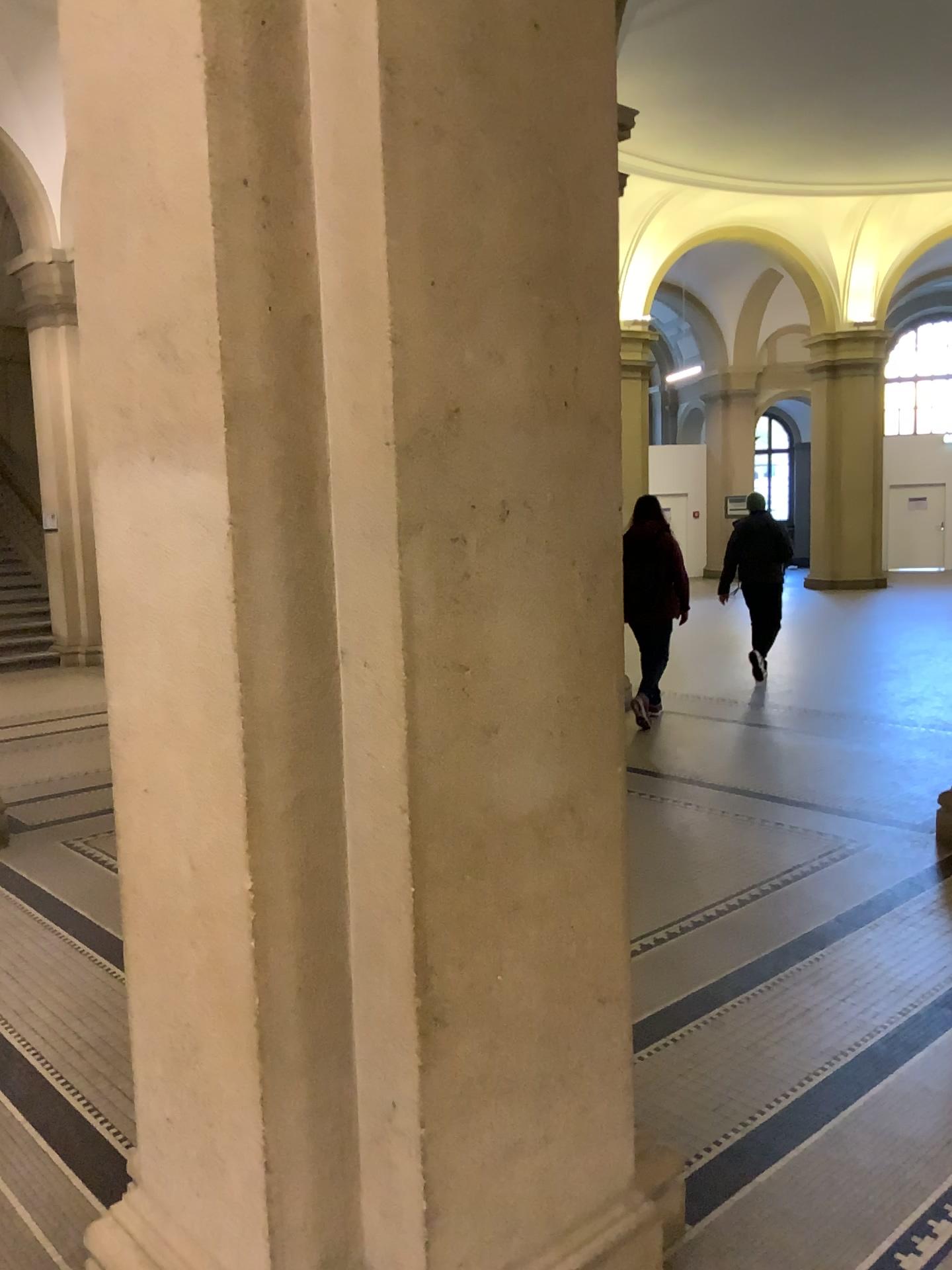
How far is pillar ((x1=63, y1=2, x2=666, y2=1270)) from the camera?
1.63m

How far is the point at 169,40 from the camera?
1.6m

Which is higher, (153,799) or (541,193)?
(541,193)
